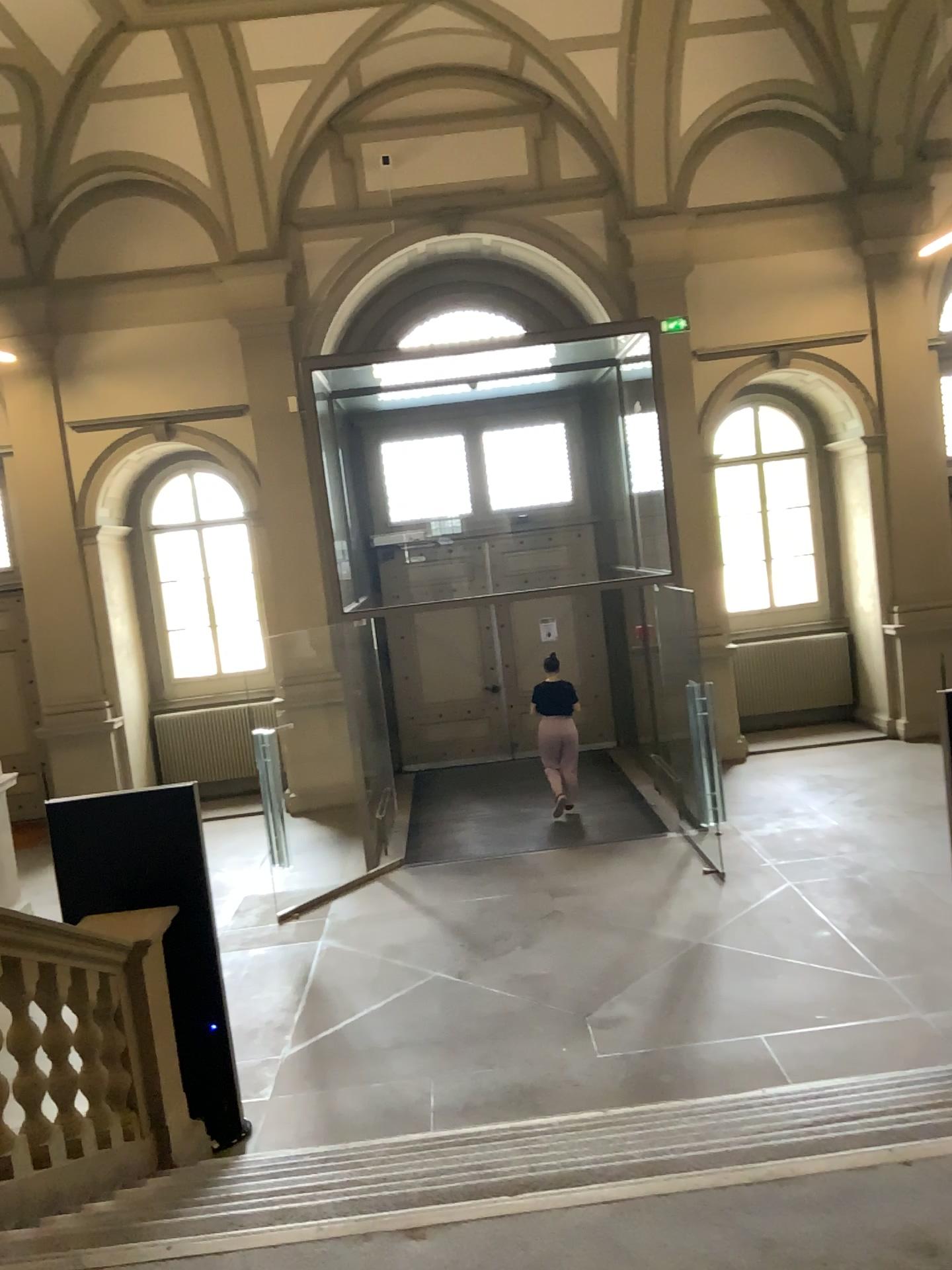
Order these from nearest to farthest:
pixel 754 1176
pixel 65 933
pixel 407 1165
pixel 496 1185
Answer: pixel 754 1176 < pixel 496 1185 < pixel 407 1165 < pixel 65 933
